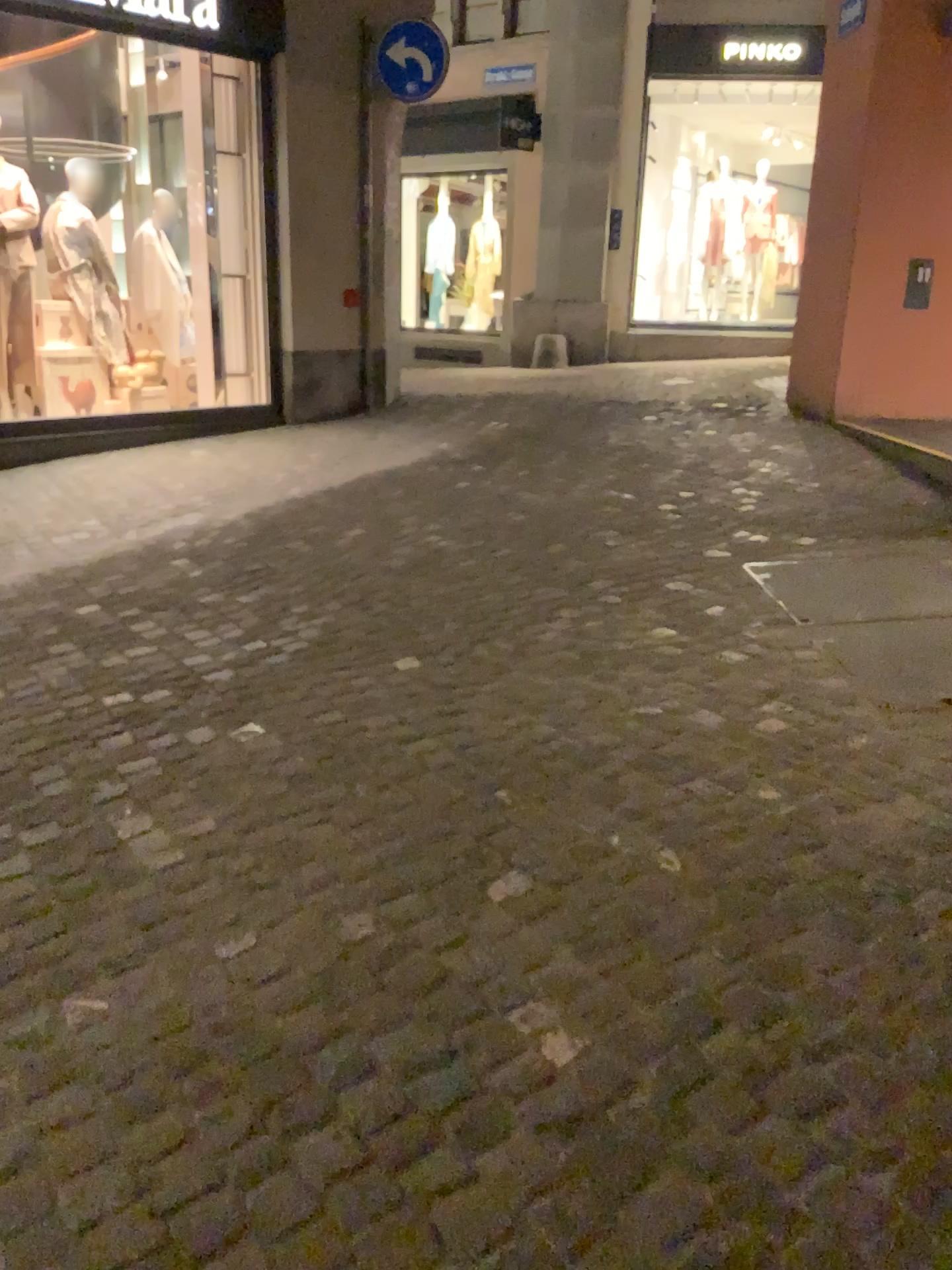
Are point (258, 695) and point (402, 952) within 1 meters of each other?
no
